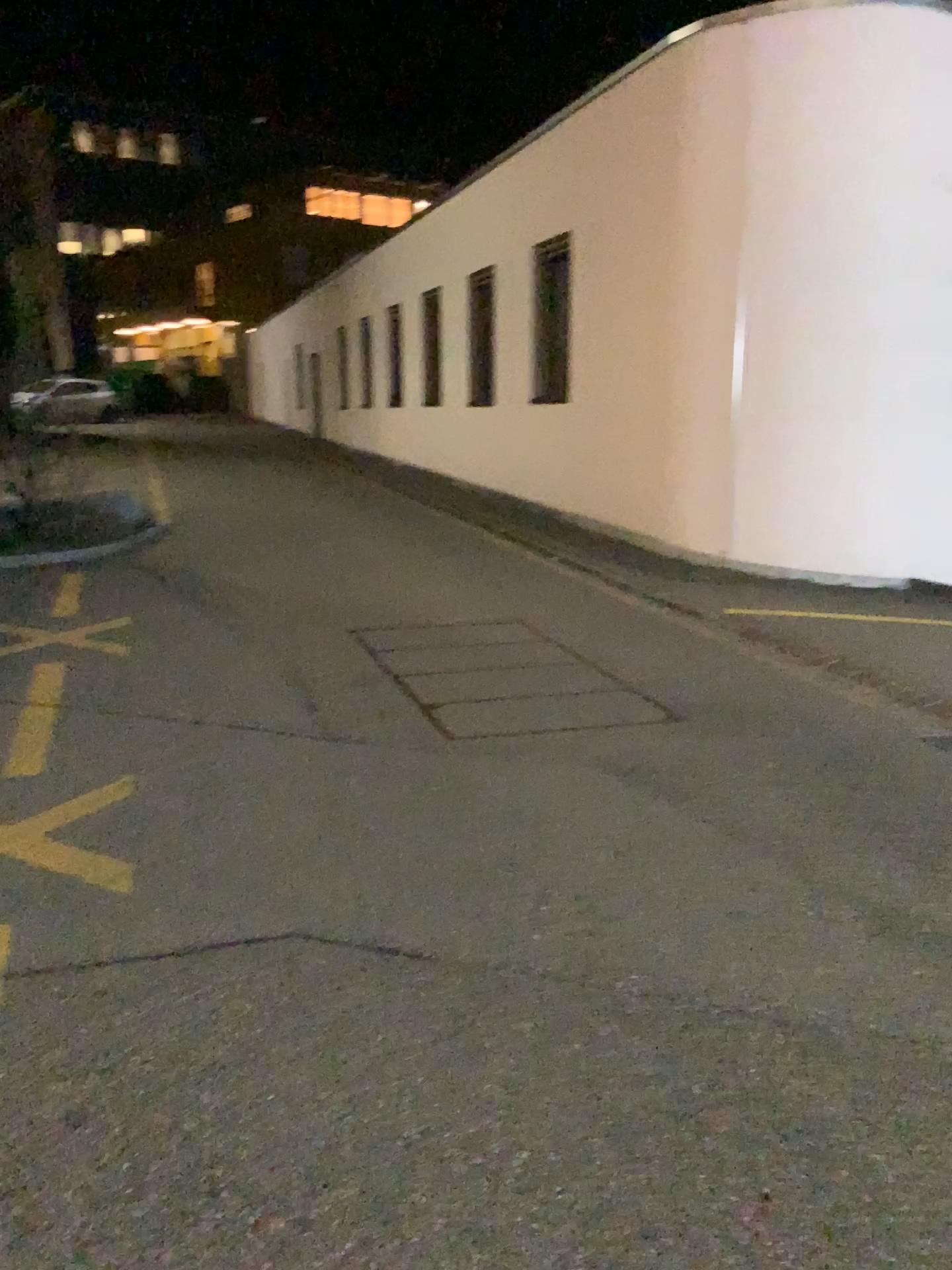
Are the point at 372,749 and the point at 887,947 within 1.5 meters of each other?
no
